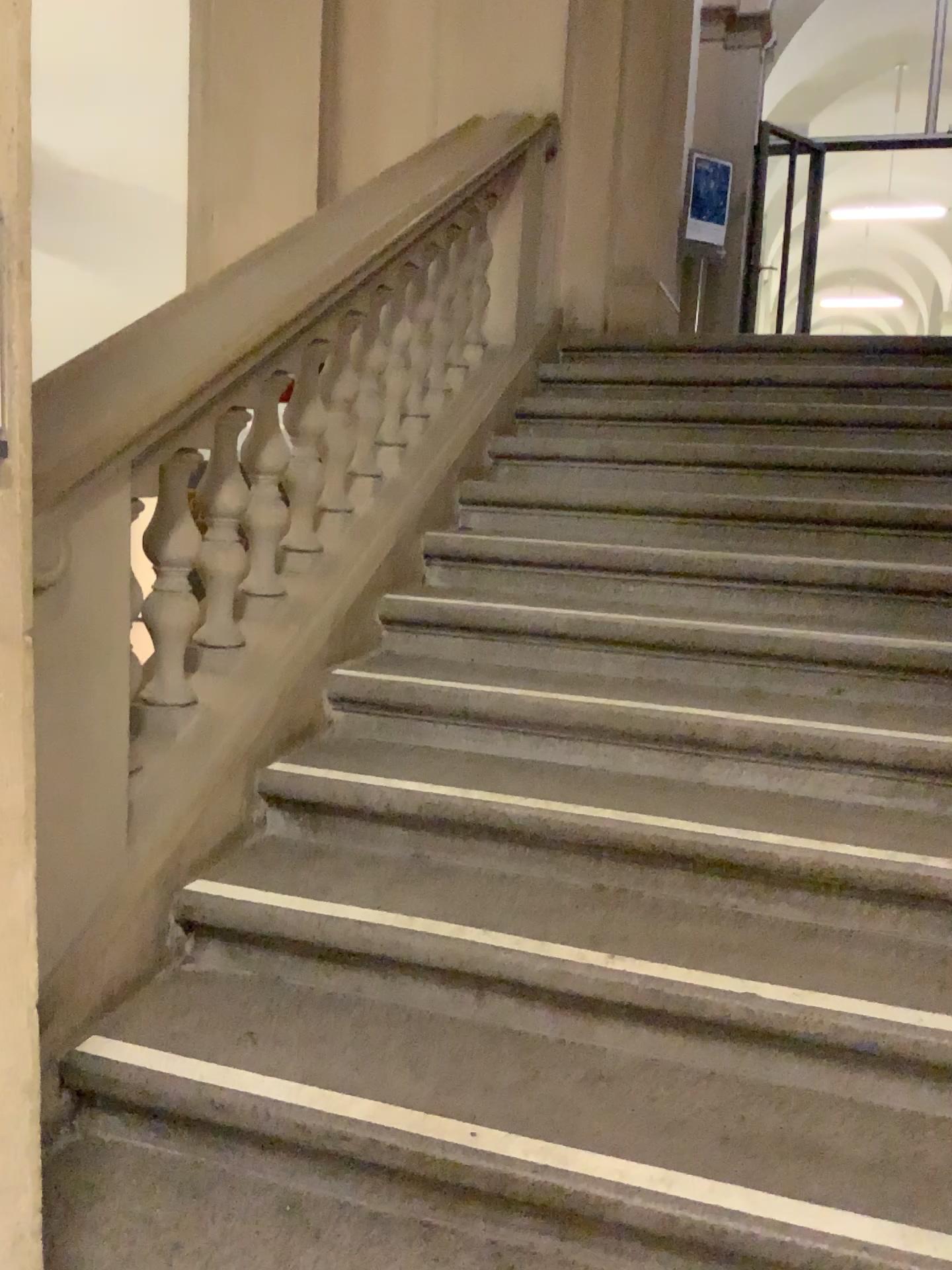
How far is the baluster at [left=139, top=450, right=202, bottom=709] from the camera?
2.2 meters

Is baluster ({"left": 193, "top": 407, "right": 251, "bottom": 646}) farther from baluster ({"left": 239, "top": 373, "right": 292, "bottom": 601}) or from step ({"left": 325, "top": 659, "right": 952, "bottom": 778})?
step ({"left": 325, "top": 659, "right": 952, "bottom": 778})

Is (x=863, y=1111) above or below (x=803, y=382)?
below

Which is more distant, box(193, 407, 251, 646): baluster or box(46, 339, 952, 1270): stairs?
box(193, 407, 251, 646): baluster

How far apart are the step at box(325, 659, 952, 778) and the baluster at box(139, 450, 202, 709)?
0.4m

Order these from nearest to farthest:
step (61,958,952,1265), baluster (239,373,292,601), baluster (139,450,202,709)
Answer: step (61,958,952,1265) < baluster (139,450,202,709) < baluster (239,373,292,601)

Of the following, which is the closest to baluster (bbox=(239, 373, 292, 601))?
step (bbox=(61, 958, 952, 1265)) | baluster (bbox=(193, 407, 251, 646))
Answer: baluster (bbox=(193, 407, 251, 646))

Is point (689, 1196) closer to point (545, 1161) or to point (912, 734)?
point (545, 1161)

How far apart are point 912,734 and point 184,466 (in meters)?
1.66

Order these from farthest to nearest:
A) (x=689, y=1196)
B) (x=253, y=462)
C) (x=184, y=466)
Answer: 1. (x=253, y=462)
2. (x=184, y=466)
3. (x=689, y=1196)
